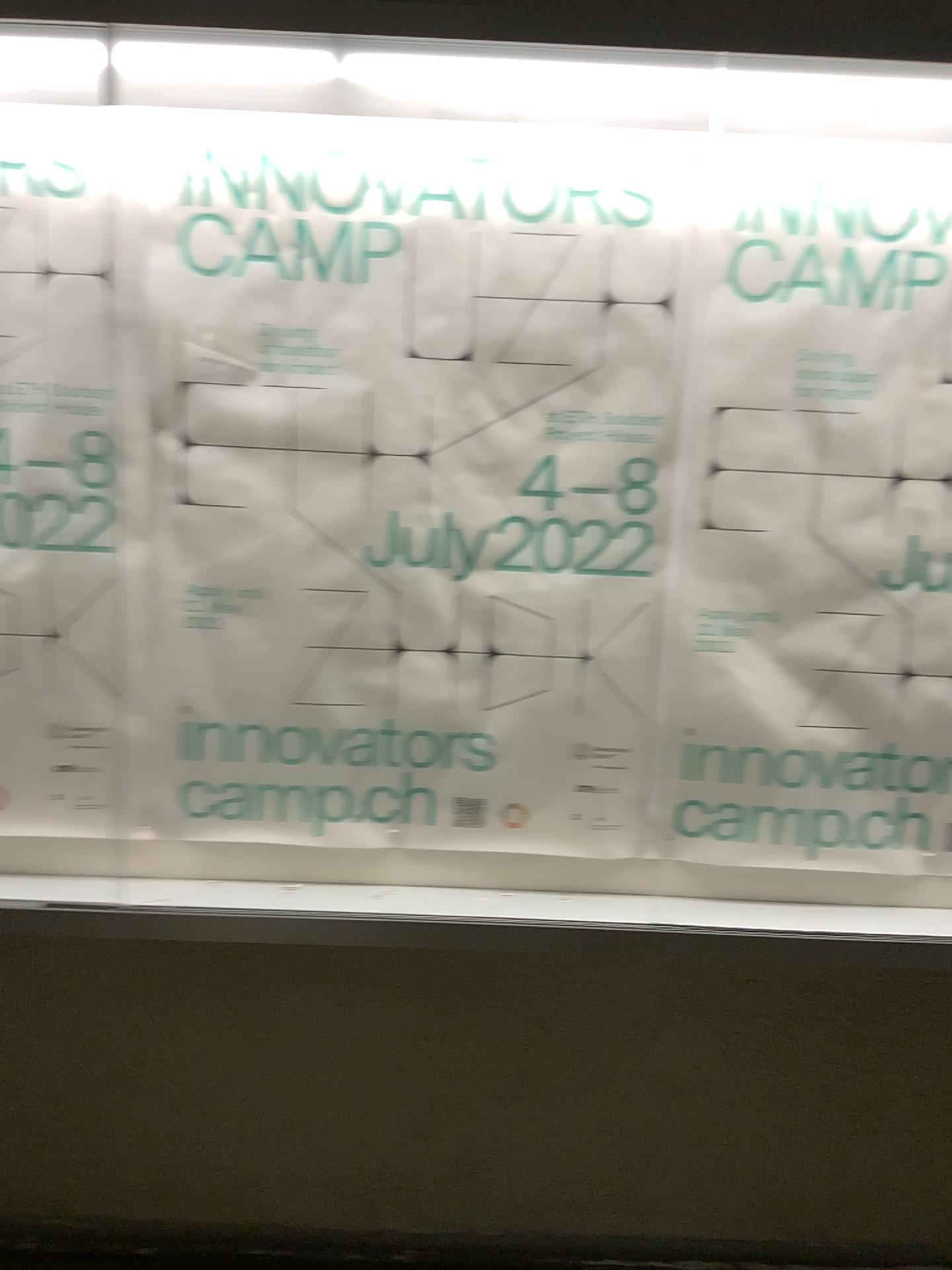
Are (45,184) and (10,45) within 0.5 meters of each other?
yes

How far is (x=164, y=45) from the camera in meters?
1.5 m

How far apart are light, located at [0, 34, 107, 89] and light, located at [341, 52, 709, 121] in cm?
36

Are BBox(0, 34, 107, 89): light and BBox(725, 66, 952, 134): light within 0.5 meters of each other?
no

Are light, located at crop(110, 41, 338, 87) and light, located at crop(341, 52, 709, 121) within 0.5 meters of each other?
yes

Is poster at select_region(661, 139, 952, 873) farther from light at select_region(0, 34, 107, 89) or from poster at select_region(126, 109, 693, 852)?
light at select_region(0, 34, 107, 89)

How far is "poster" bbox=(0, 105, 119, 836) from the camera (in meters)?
1.73

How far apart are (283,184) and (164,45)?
0.26m

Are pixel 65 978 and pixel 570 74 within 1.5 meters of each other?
no

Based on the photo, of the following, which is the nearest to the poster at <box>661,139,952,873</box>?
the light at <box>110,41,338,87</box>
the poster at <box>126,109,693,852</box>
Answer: the poster at <box>126,109,693,852</box>
